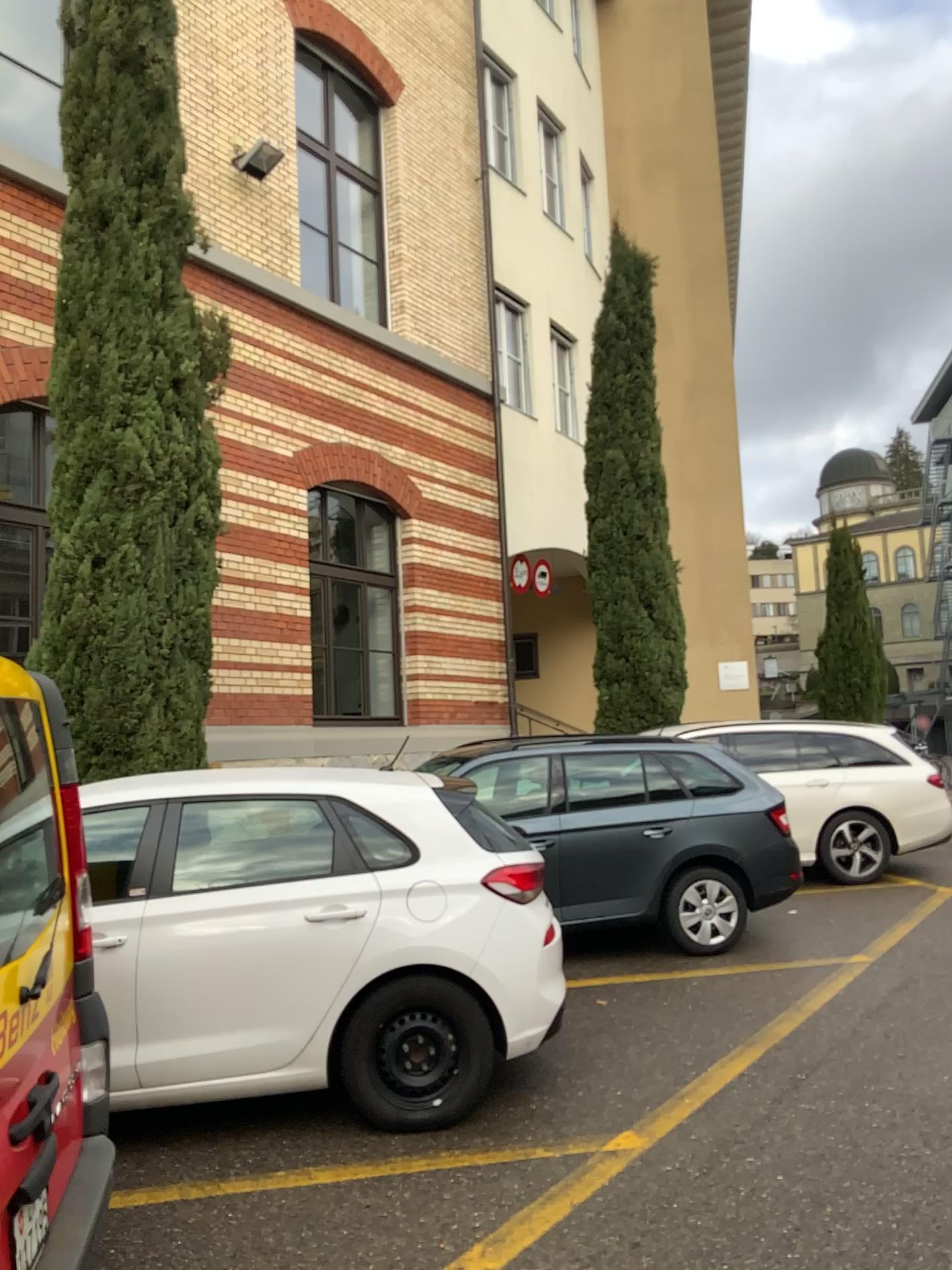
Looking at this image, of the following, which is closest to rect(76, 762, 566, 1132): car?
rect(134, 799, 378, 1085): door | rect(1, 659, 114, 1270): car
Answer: rect(134, 799, 378, 1085): door

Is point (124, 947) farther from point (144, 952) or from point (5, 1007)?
point (5, 1007)

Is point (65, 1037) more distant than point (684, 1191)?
No

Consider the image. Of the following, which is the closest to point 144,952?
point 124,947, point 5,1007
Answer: point 124,947

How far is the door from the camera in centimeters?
409cm

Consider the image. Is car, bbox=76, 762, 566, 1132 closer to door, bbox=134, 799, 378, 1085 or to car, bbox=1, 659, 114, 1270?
door, bbox=134, 799, 378, 1085

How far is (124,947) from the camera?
4.09m

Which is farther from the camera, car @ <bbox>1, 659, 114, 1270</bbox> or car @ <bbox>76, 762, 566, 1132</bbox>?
car @ <bbox>76, 762, 566, 1132</bbox>

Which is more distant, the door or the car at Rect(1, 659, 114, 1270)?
the door

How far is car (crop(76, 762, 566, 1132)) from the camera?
4.09m
